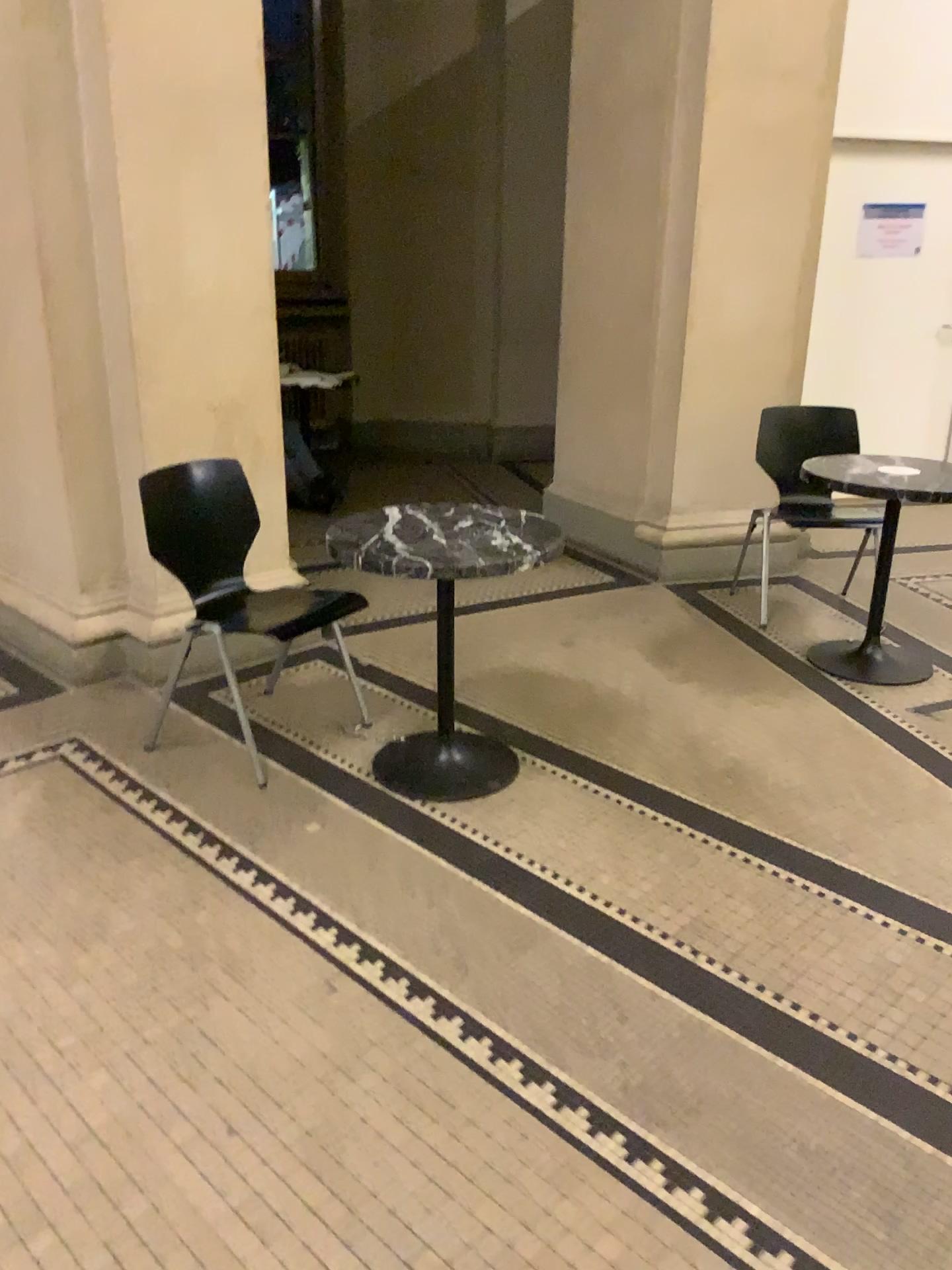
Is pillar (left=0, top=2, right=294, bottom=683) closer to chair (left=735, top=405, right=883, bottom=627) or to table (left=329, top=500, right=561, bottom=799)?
table (left=329, top=500, right=561, bottom=799)

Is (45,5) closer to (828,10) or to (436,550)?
(436,550)

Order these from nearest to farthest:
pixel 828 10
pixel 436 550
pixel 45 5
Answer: pixel 436 550 → pixel 45 5 → pixel 828 10

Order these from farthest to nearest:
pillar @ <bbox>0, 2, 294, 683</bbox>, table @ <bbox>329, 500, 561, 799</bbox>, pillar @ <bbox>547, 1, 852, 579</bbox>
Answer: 1. pillar @ <bbox>547, 1, 852, 579</bbox>
2. pillar @ <bbox>0, 2, 294, 683</bbox>
3. table @ <bbox>329, 500, 561, 799</bbox>

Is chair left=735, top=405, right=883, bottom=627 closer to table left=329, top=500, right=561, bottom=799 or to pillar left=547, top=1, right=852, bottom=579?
pillar left=547, top=1, right=852, bottom=579

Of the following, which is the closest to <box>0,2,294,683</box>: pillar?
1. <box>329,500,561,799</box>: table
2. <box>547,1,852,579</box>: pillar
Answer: <box>329,500,561,799</box>: table

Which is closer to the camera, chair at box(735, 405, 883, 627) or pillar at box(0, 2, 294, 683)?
pillar at box(0, 2, 294, 683)

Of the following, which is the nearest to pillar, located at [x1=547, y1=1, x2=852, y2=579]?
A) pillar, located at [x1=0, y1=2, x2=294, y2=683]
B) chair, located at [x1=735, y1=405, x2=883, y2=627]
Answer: chair, located at [x1=735, y1=405, x2=883, y2=627]

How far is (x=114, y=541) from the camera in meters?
3.7 m

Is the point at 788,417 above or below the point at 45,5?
below
